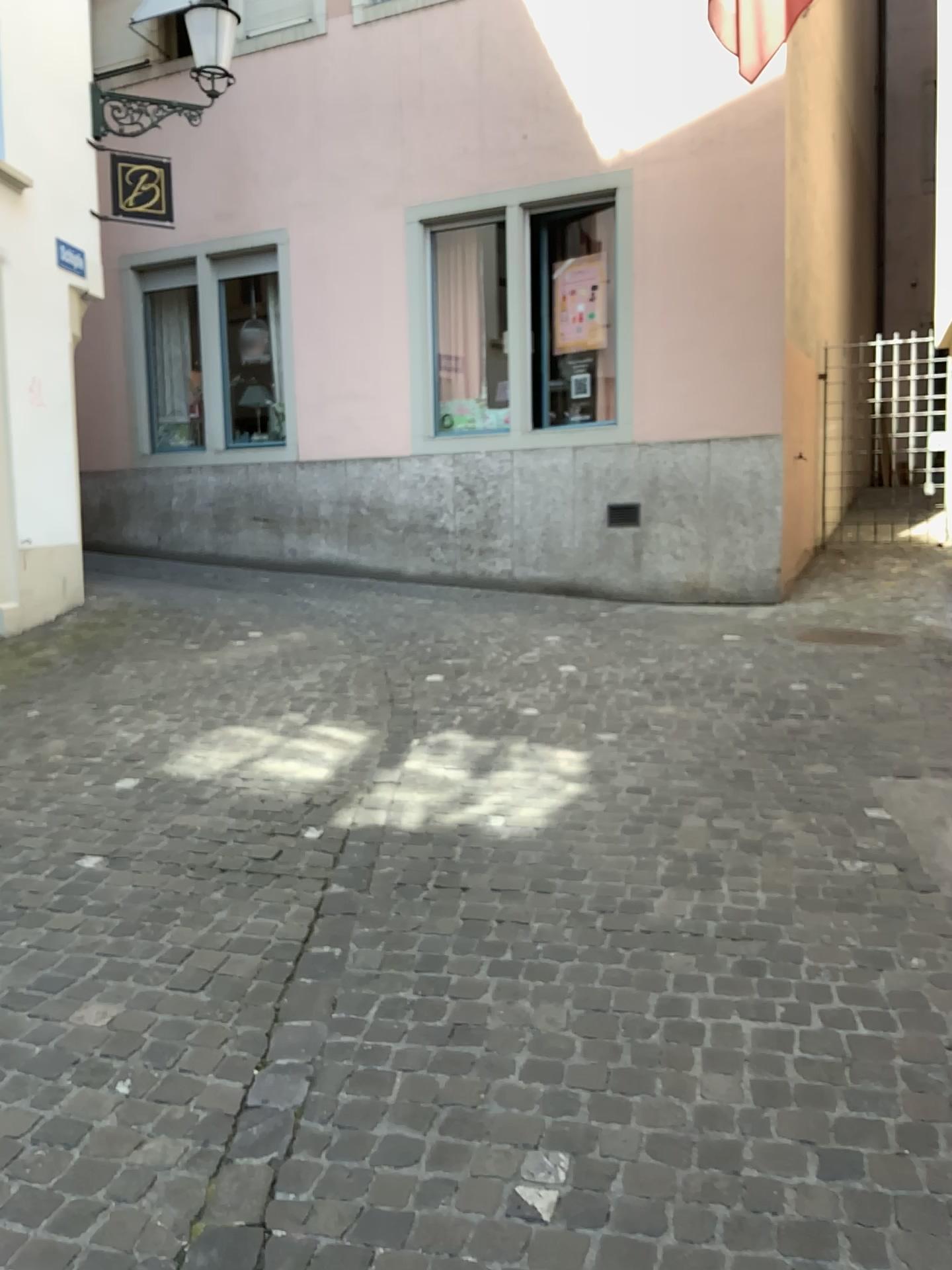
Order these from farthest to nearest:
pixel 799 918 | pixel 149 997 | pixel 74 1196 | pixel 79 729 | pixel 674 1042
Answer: pixel 79 729 → pixel 799 918 → pixel 149 997 → pixel 674 1042 → pixel 74 1196
